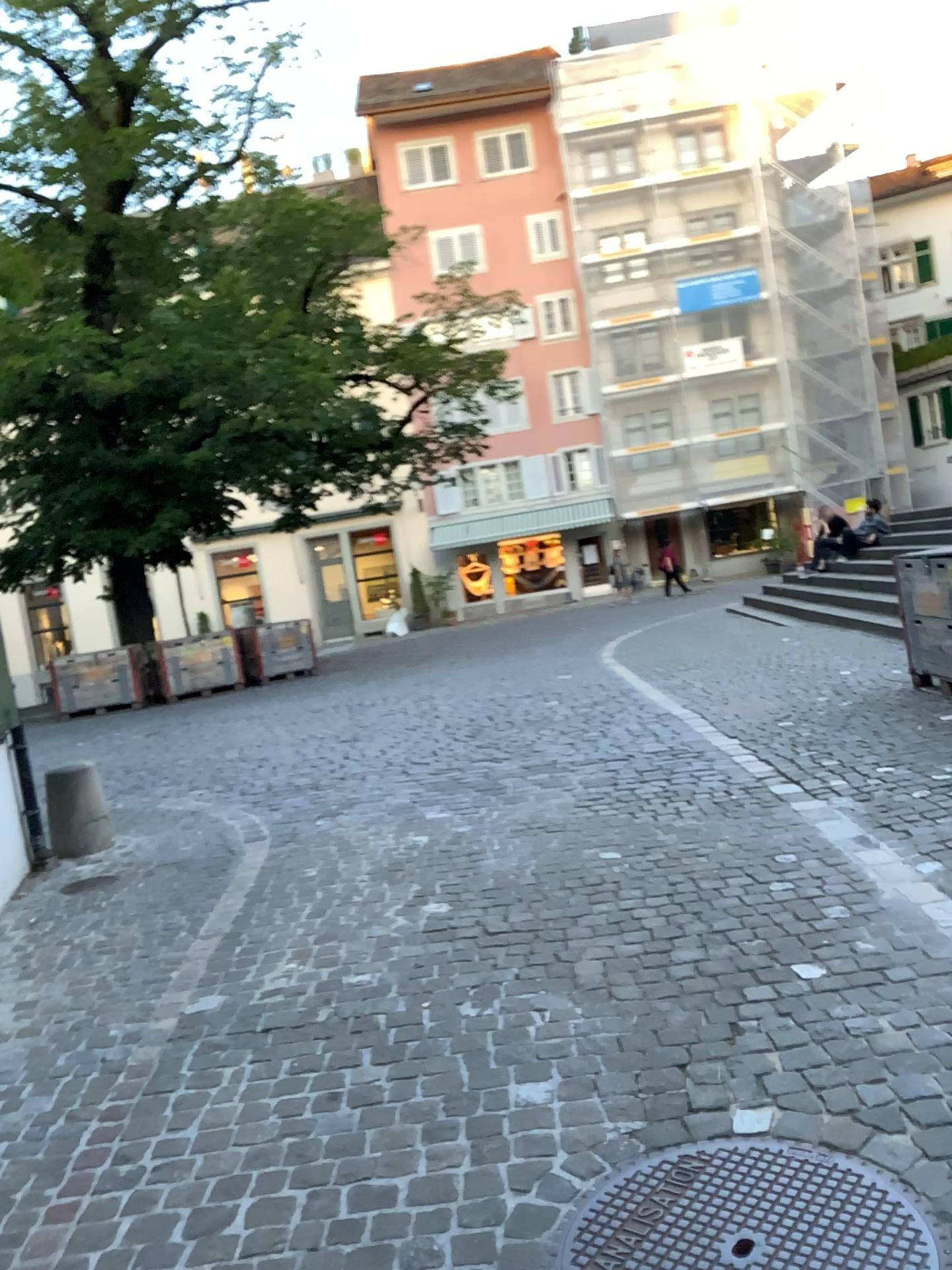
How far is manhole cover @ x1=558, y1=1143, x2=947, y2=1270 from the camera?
1.98m

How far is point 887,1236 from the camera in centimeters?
198cm

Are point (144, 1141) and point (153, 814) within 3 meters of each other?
no
